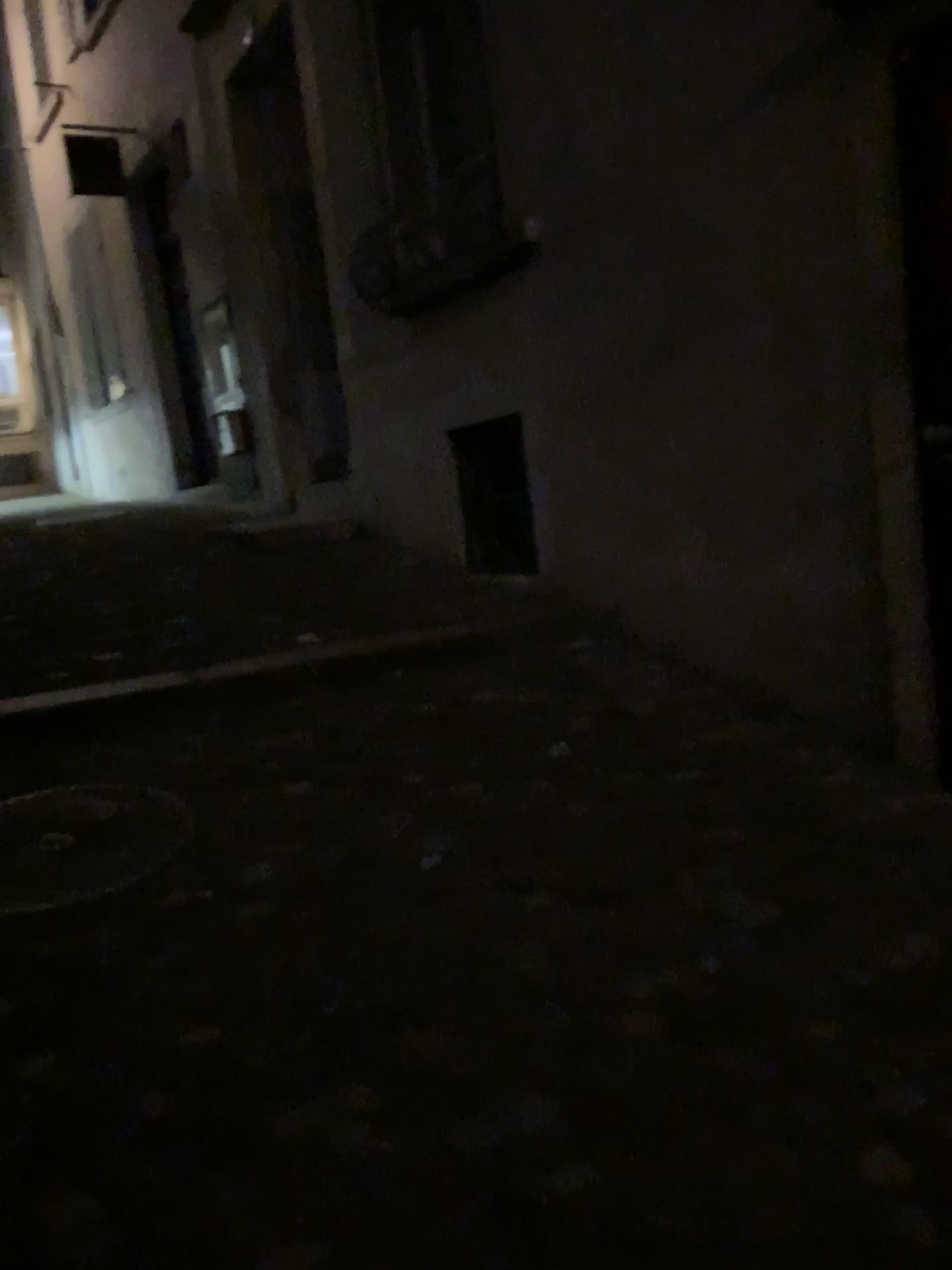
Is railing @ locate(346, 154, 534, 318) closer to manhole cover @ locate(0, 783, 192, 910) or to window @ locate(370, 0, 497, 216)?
window @ locate(370, 0, 497, 216)

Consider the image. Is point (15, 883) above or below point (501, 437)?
below

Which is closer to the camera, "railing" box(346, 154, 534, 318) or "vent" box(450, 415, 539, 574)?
"railing" box(346, 154, 534, 318)

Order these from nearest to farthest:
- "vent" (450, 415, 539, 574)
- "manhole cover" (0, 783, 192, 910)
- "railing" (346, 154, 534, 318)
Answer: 1. "manhole cover" (0, 783, 192, 910)
2. "railing" (346, 154, 534, 318)
3. "vent" (450, 415, 539, 574)

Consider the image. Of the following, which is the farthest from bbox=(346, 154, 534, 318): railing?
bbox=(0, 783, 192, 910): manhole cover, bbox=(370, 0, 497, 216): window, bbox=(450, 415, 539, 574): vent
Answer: bbox=(0, 783, 192, 910): manhole cover

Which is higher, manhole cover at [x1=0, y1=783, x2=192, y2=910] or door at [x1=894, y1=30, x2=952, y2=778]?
door at [x1=894, y1=30, x2=952, y2=778]

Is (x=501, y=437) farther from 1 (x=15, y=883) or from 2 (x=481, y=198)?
1 (x=15, y=883)

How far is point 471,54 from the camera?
4.46m

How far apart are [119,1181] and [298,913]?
0.78m

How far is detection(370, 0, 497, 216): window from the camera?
4.5m
